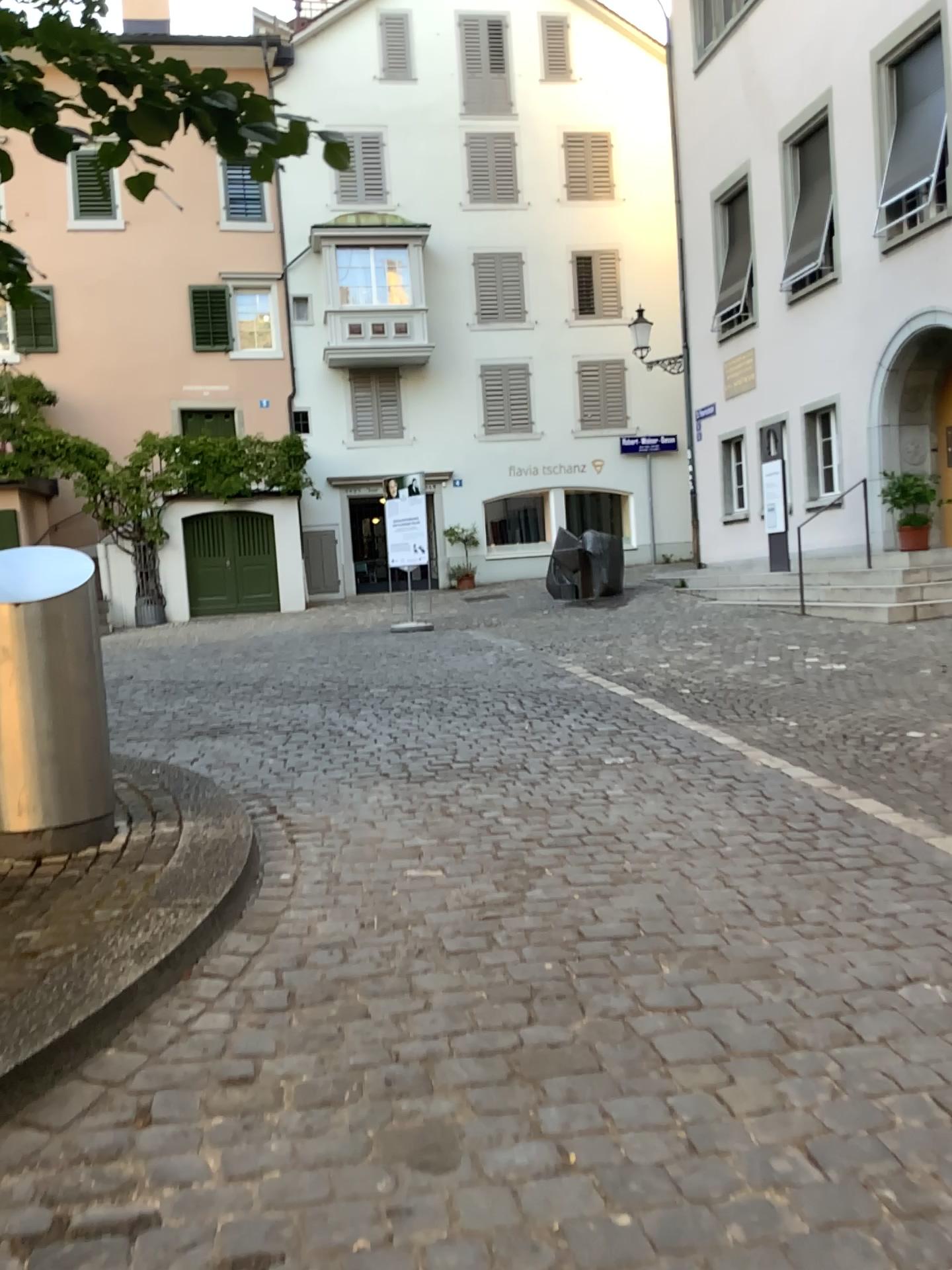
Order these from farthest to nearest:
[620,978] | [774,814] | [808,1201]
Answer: [774,814] → [620,978] → [808,1201]

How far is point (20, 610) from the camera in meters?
3.9

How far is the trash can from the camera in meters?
3.9 m
